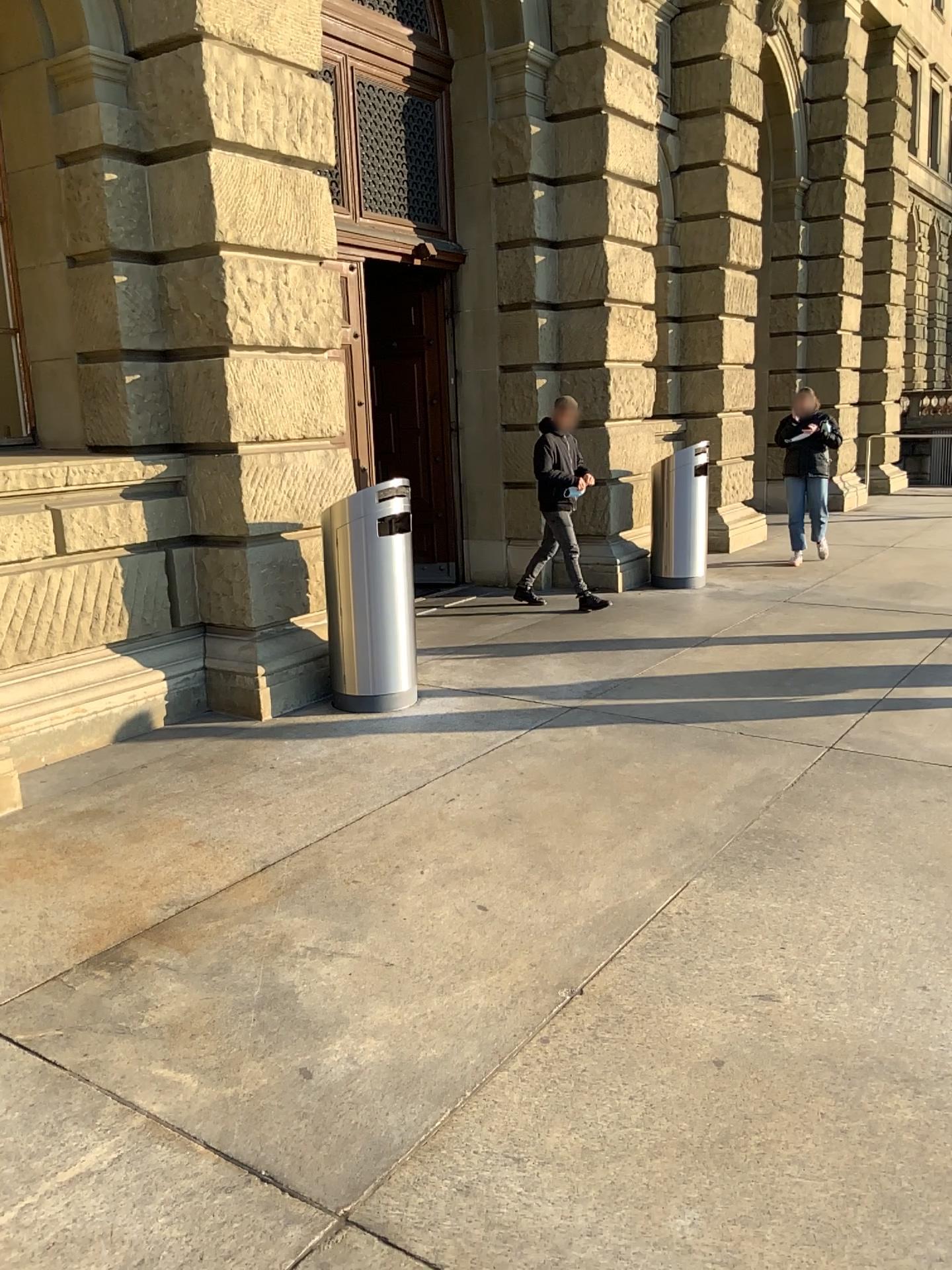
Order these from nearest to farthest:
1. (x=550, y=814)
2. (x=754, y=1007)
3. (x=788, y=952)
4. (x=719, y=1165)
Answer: (x=719, y=1165), (x=754, y=1007), (x=788, y=952), (x=550, y=814)
